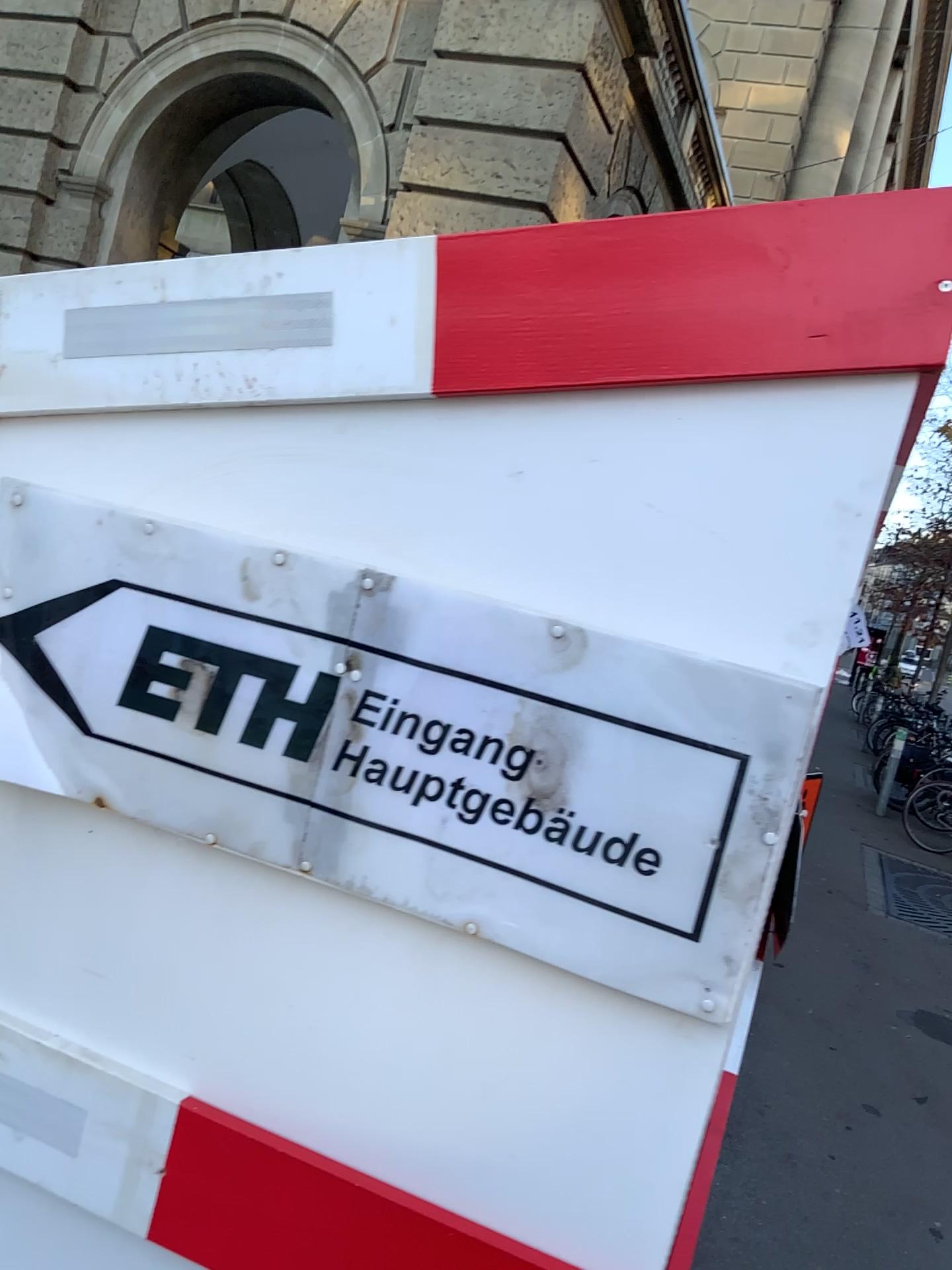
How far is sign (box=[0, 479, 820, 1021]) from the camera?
0.90m

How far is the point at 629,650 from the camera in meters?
0.9

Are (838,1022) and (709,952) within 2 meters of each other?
no
